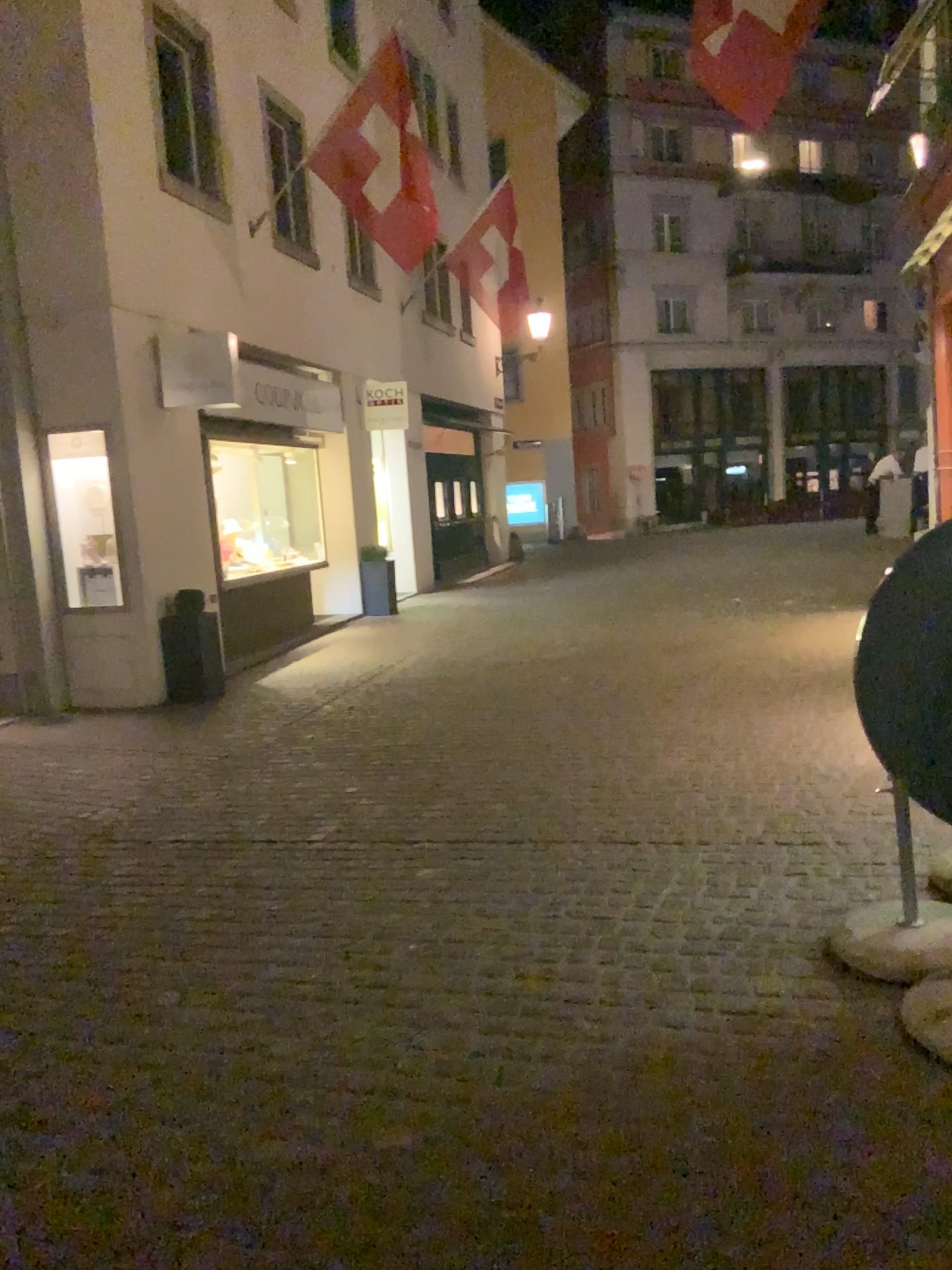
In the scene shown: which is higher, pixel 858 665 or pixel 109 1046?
pixel 858 665
